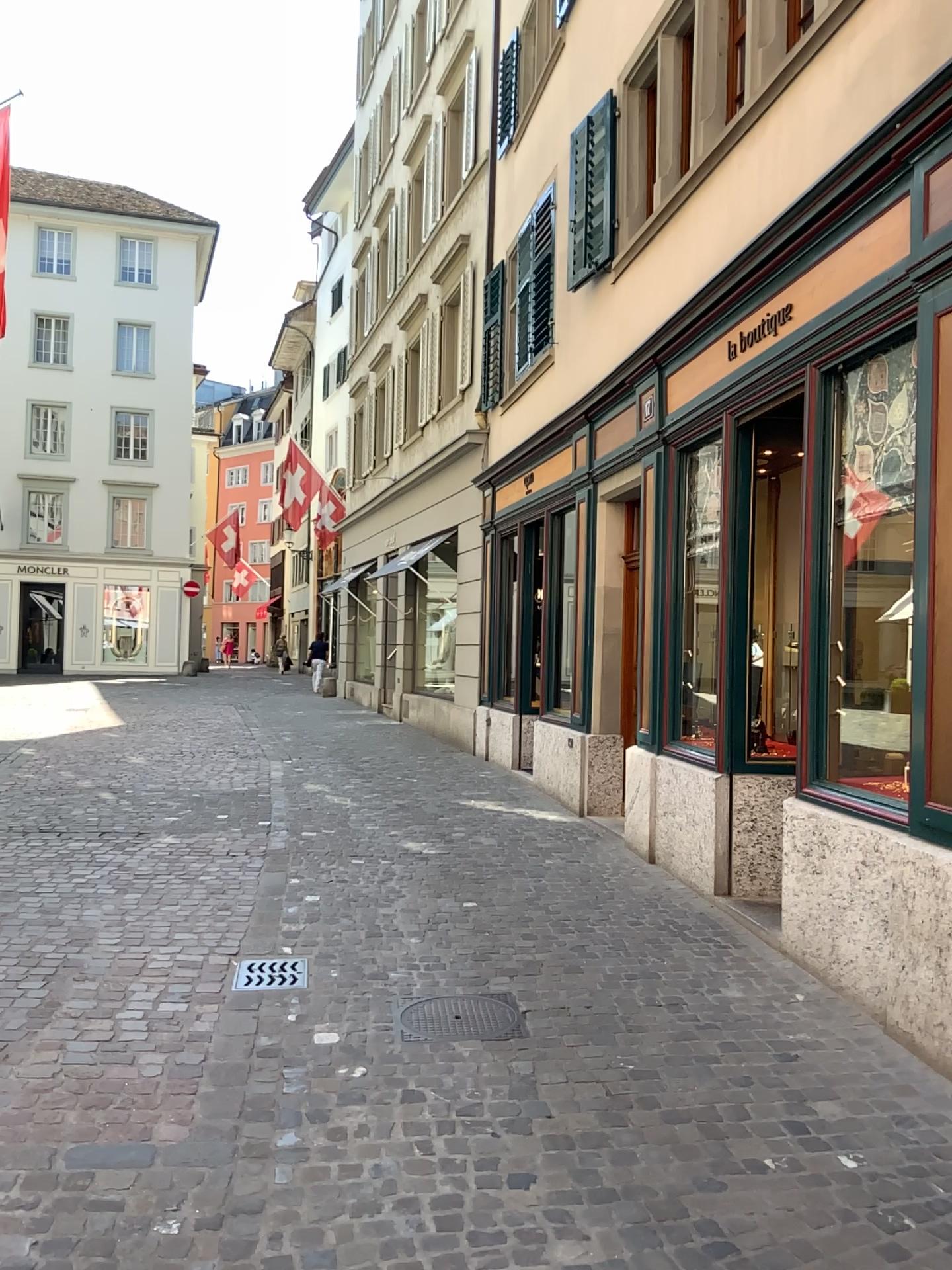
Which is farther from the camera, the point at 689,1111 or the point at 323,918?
the point at 323,918

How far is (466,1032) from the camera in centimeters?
404cm

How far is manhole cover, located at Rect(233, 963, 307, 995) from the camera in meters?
4.5 m

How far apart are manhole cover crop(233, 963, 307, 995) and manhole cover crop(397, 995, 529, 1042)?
0.5m

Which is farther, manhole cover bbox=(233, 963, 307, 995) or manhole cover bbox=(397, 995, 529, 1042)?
manhole cover bbox=(233, 963, 307, 995)

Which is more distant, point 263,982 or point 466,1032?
point 263,982

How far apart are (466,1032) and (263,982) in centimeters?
102cm

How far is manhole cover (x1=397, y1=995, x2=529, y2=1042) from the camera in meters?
4.0
